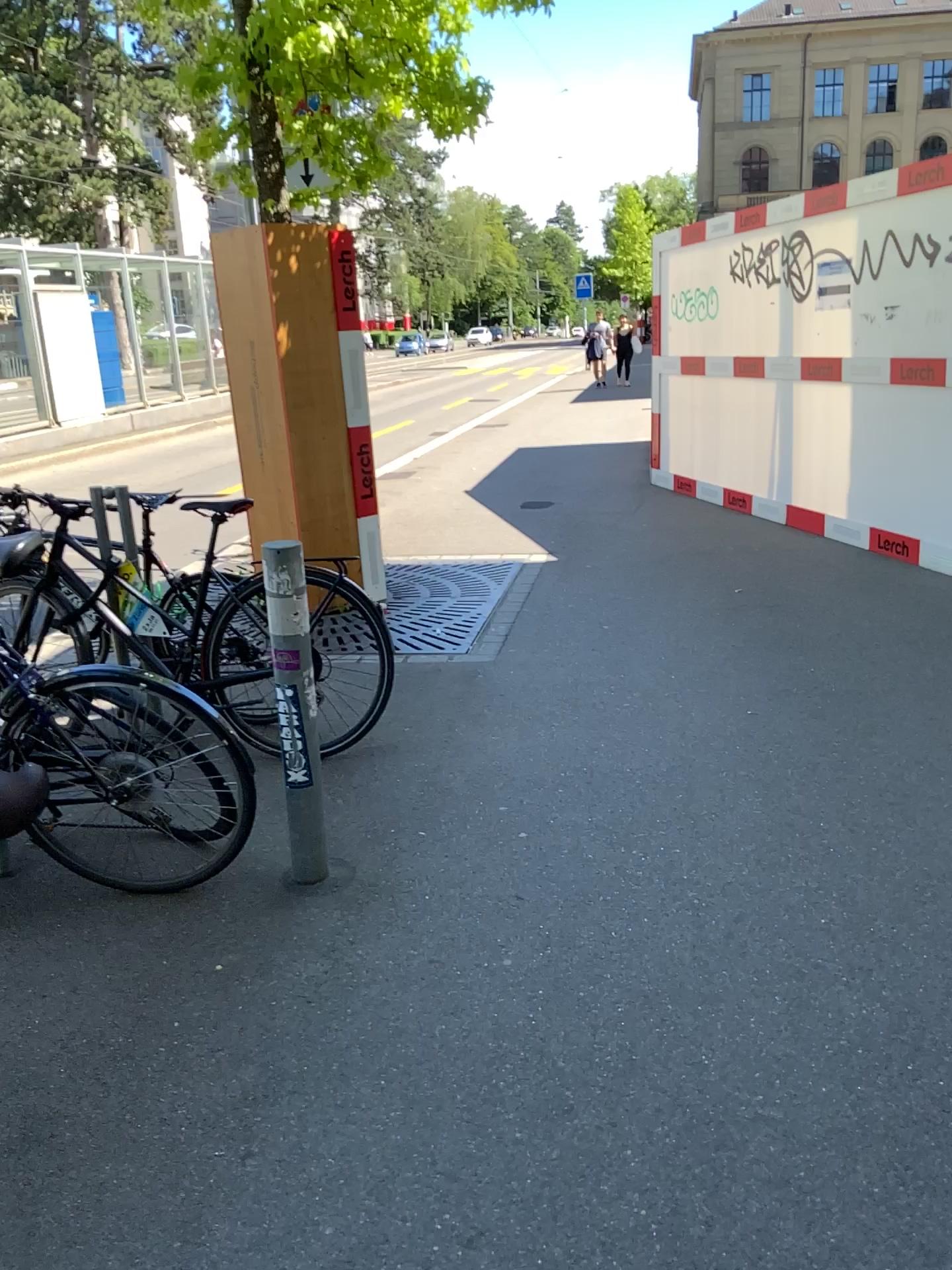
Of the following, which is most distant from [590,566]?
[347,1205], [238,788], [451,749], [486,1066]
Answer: [347,1205]
